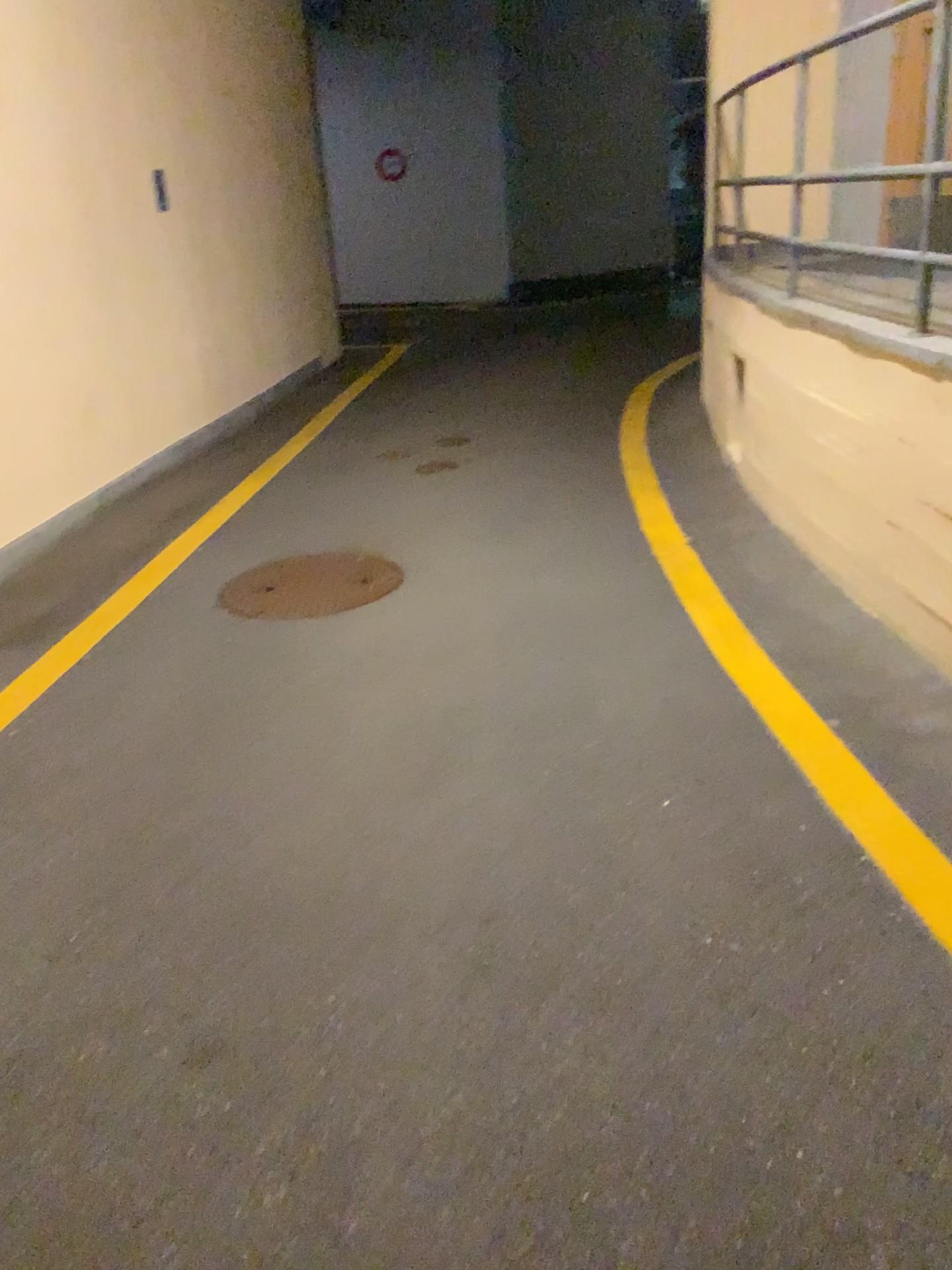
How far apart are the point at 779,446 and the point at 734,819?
2.2 meters
